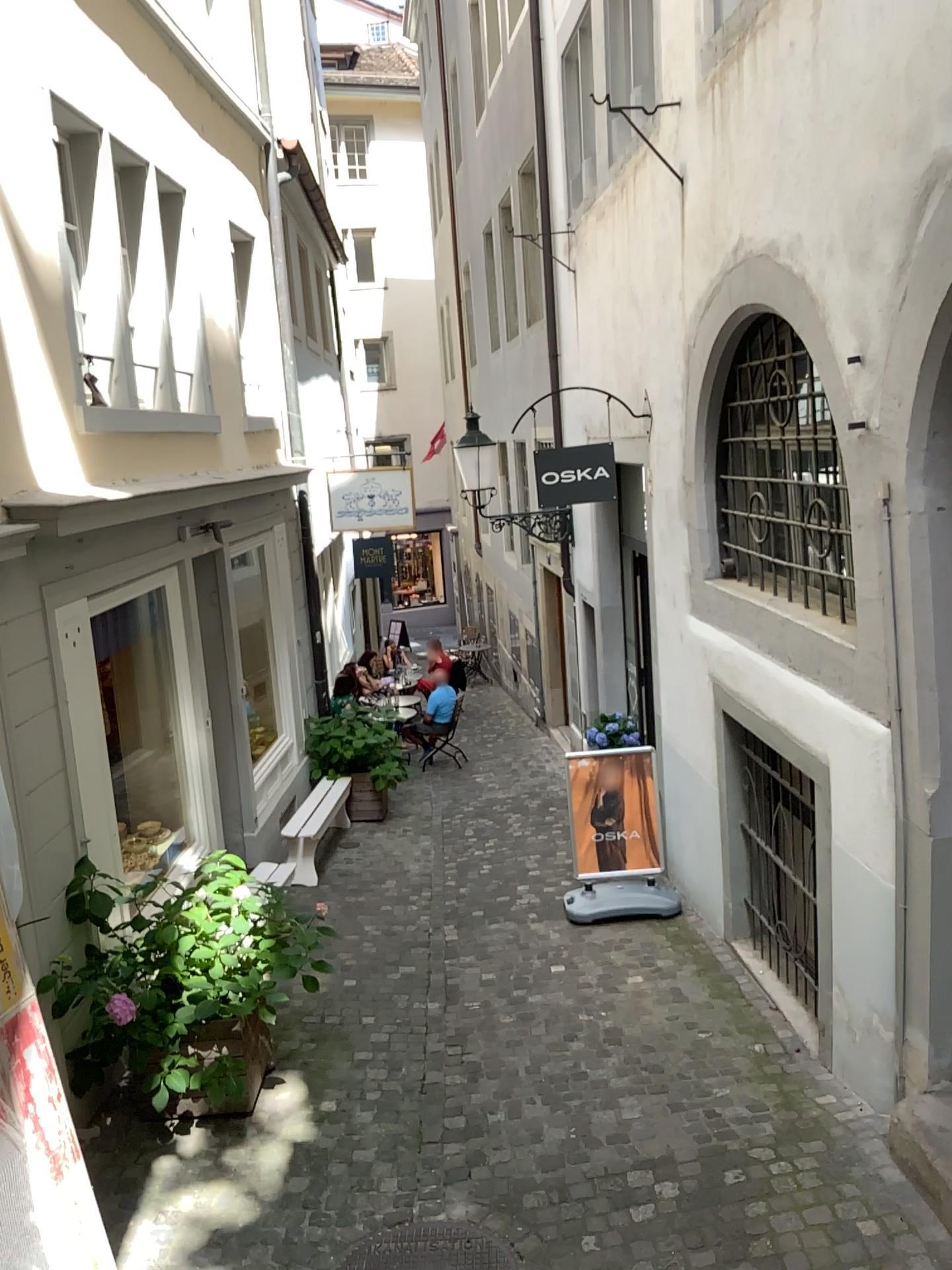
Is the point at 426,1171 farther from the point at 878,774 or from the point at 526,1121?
the point at 878,774
